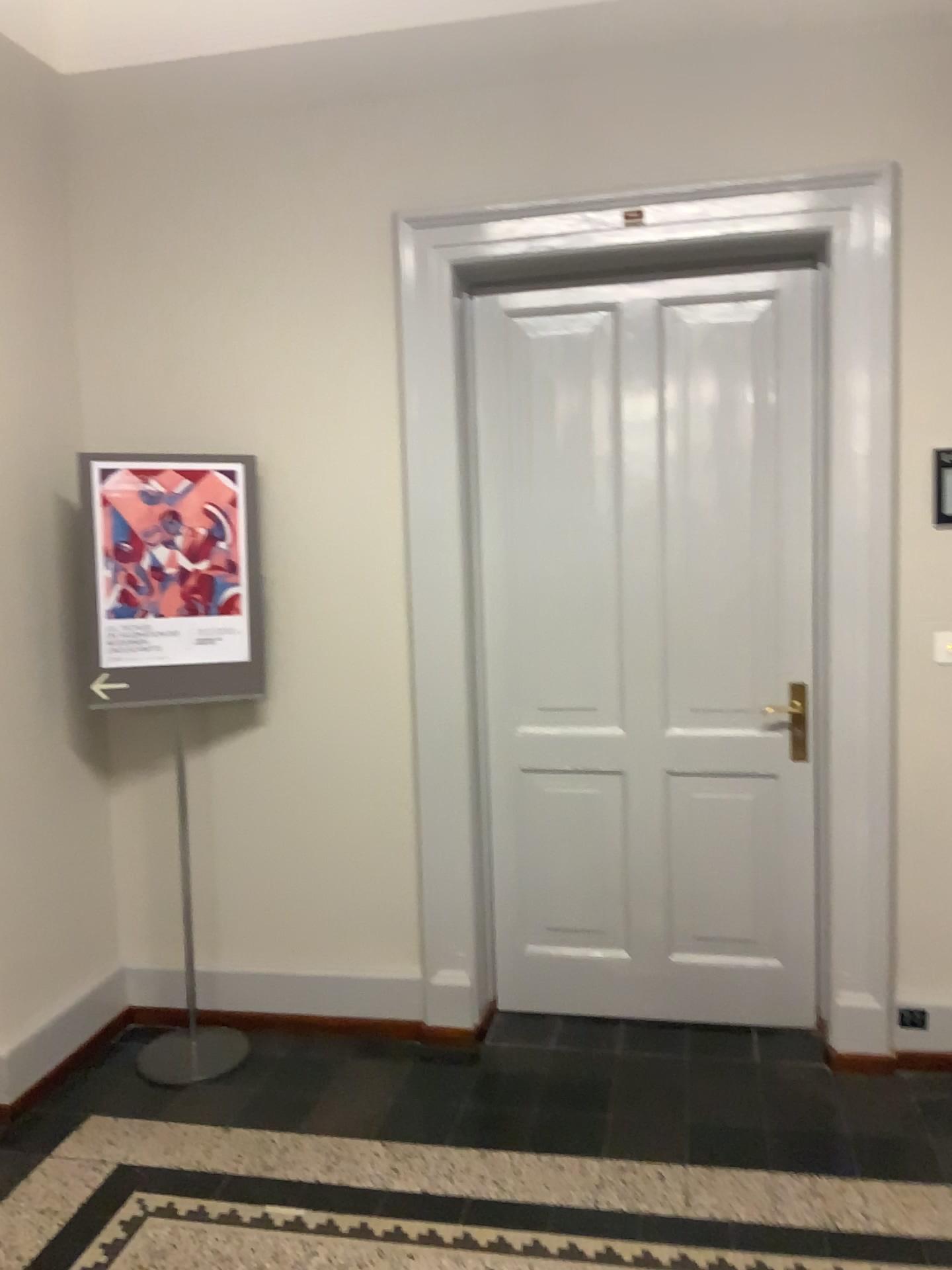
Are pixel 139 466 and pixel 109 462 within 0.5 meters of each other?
yes

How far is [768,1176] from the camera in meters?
2.5 m

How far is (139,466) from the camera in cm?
306

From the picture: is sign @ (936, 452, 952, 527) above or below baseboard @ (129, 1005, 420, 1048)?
above

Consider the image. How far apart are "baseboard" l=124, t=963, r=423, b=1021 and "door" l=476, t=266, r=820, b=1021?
0.3m

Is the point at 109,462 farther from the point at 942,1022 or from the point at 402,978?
the point at 942,1022

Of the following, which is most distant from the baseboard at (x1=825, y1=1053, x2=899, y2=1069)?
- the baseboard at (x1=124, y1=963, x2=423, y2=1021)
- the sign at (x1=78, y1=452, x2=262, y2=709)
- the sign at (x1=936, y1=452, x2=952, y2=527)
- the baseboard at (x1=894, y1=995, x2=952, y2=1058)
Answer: the sign at (x1=78, y1=452, x2=262, y2=709)

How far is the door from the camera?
3.15m

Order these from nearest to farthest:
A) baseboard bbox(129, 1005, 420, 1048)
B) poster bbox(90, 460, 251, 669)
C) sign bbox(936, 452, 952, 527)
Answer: sign bbox(936, 452, 952, 527) < poster bbox(90, 460, 251, 669) < baseboard bbox(129, 1005, 420, 1048)

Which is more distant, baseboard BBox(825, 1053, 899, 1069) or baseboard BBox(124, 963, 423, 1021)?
baseboard BBox(124, 963, 423, 1021)
